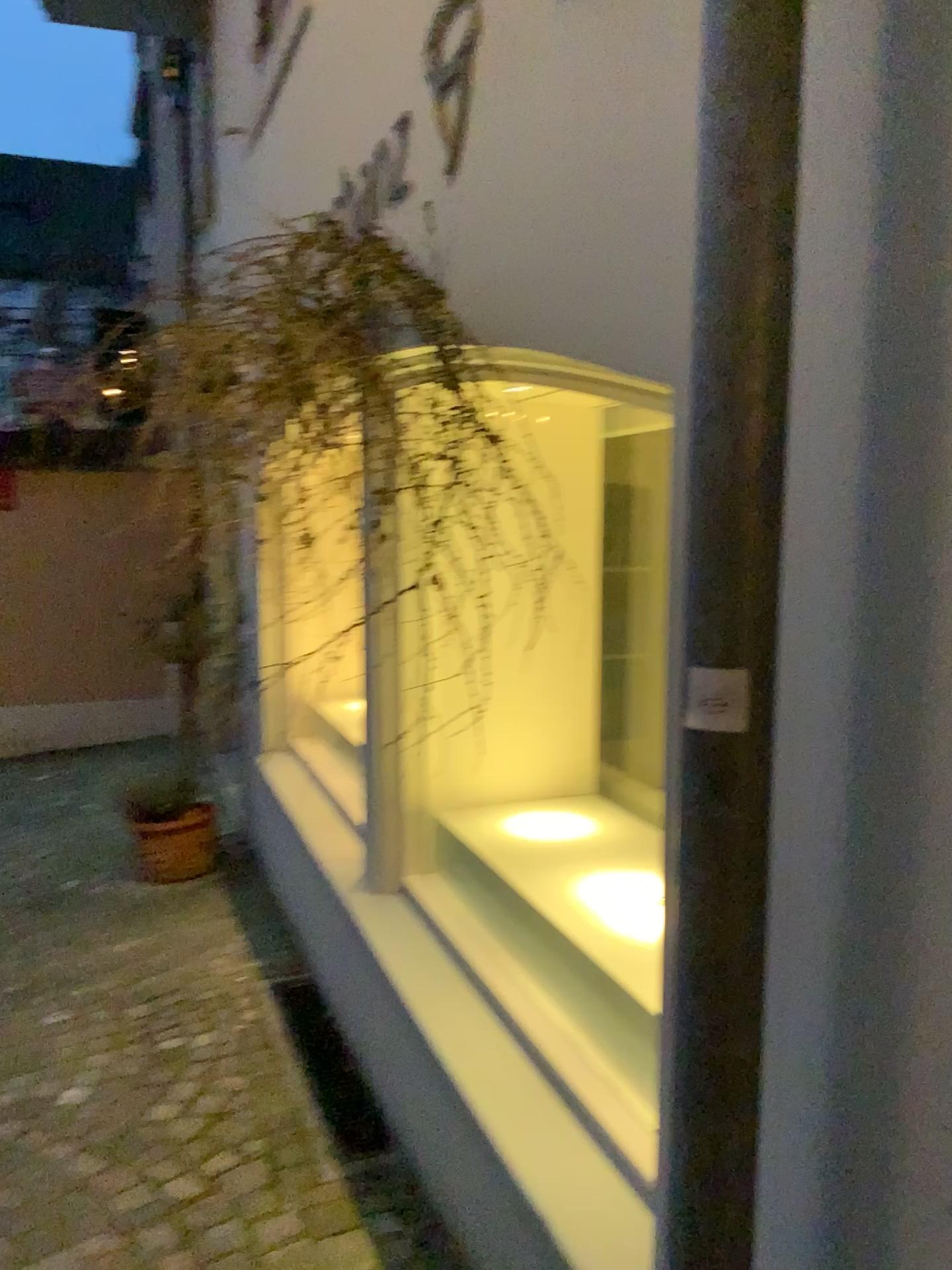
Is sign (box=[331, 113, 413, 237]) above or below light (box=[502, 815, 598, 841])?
above

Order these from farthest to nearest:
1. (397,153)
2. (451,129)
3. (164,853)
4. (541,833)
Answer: (164,853) < (541,833) < (397,153) < (451,129)

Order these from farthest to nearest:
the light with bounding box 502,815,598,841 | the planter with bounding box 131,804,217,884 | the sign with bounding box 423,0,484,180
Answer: the planter with bounding box 131,804,217,884 → the light with bounding box 502,815,598,841 → the sign with bounding box 423,0,484,180

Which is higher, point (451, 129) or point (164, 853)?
point (451, 129)

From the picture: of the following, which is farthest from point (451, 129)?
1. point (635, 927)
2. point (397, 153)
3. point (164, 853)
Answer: point (164, 853)

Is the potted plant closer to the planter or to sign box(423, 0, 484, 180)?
the planter

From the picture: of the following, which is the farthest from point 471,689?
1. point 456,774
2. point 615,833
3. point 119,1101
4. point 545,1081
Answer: Answer: point 119,1101

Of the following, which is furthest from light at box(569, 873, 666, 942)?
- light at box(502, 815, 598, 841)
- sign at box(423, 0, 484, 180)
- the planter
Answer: the planter

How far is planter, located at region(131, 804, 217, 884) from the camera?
4.41m

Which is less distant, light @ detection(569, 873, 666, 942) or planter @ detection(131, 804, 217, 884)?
light @ detection(569, 873, 666, 942)
